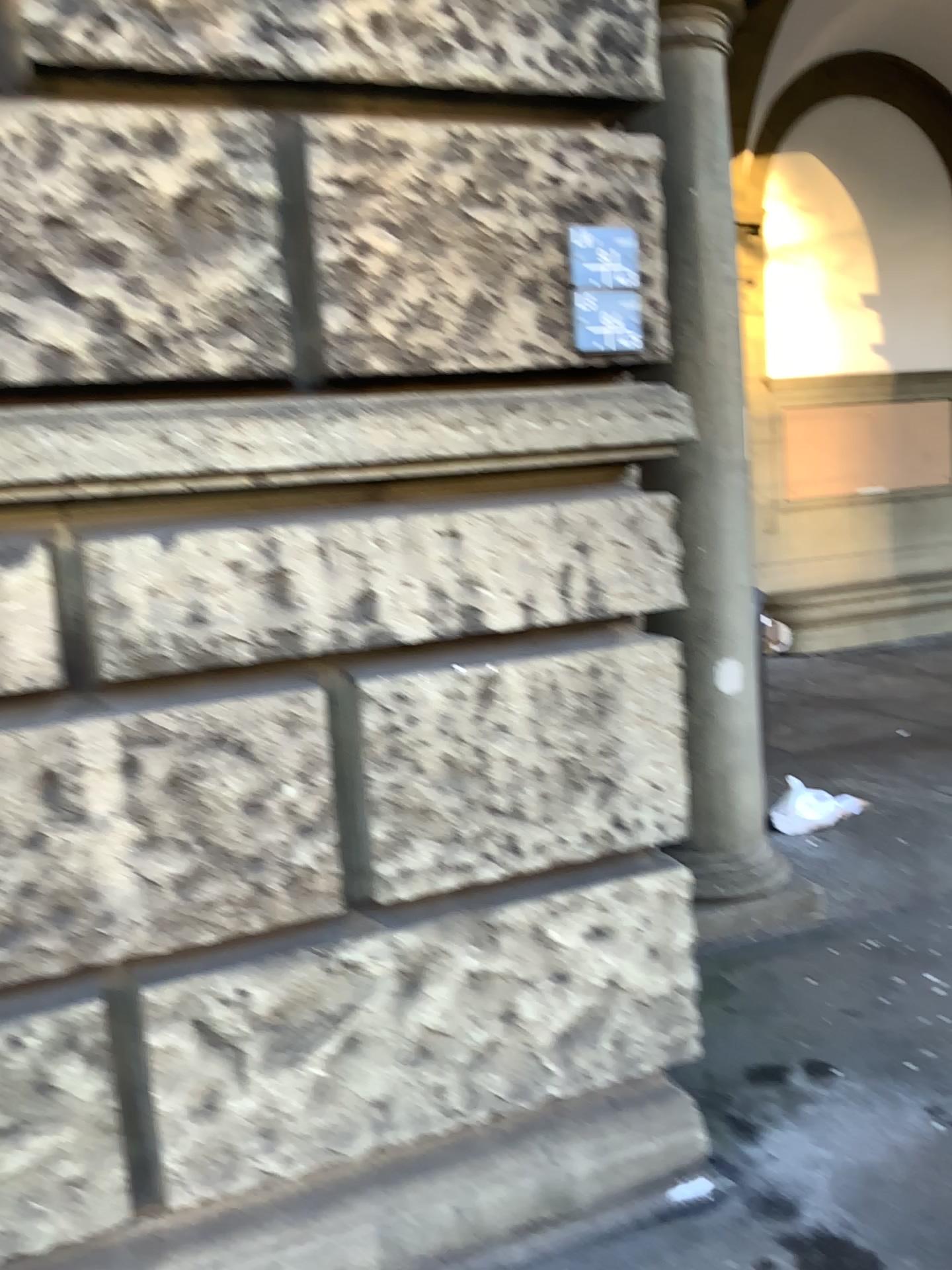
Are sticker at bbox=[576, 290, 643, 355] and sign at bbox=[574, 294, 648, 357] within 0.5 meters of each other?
yes

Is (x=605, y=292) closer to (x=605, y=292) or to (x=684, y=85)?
(x=605, y=292)

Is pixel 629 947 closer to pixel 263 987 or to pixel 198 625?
pixel 263 987

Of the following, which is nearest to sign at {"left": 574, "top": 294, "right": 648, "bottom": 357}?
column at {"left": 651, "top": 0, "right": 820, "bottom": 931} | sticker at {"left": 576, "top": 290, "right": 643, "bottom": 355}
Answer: sticker at {"left": 576, "top": 290, "right": 643, "bottom": 355}

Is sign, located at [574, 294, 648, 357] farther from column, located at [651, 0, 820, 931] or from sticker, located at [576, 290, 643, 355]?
column, located at [651, 0, 820, 931]

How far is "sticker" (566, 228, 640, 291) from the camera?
2.1m

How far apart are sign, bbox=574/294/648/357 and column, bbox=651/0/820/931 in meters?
1.3 m

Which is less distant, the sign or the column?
the sign

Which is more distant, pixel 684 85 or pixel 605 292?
pixel 684 85

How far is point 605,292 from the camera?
2.1m
